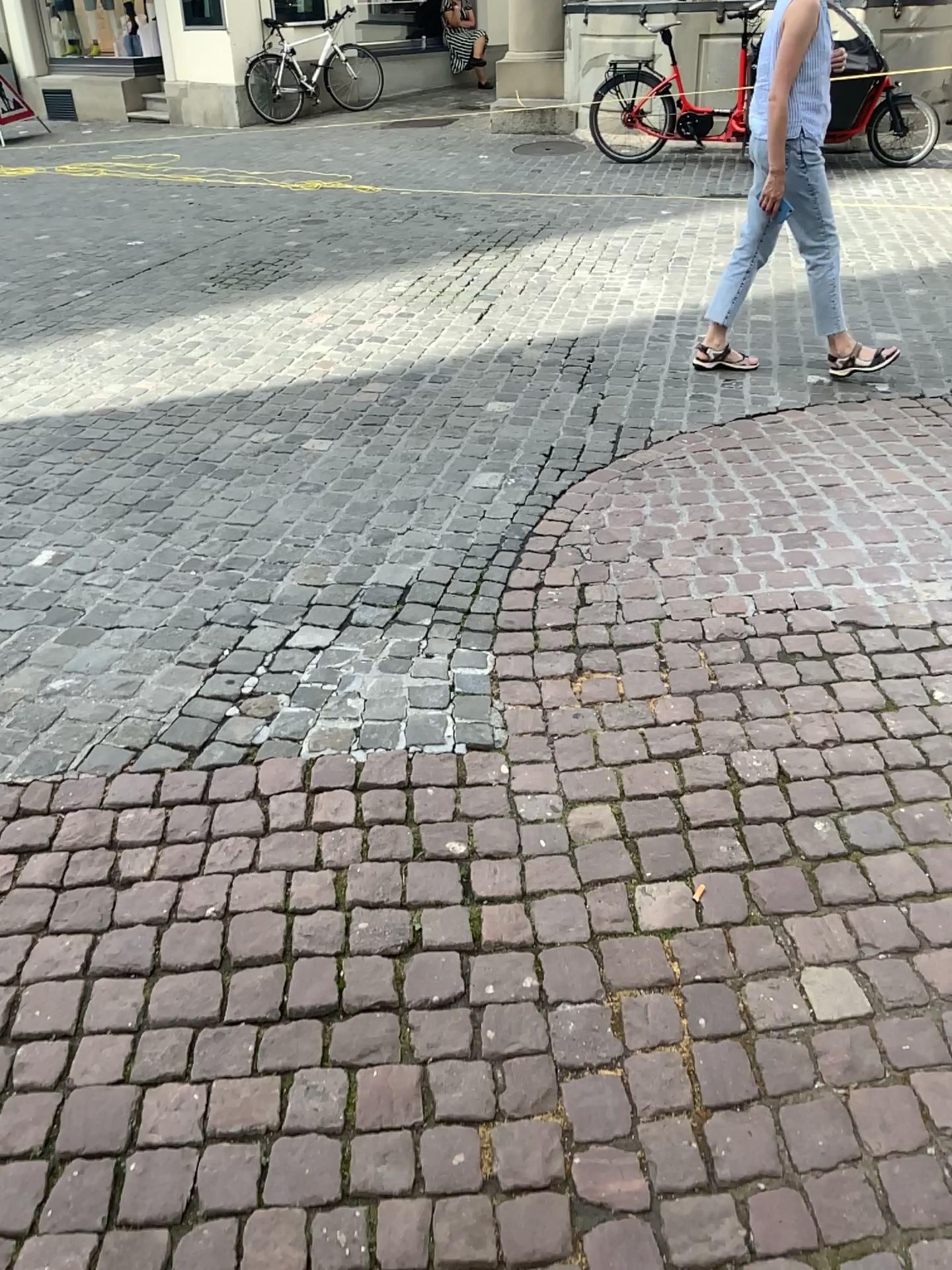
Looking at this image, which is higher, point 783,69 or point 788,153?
point 783,69

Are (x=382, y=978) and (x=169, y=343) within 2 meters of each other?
no
